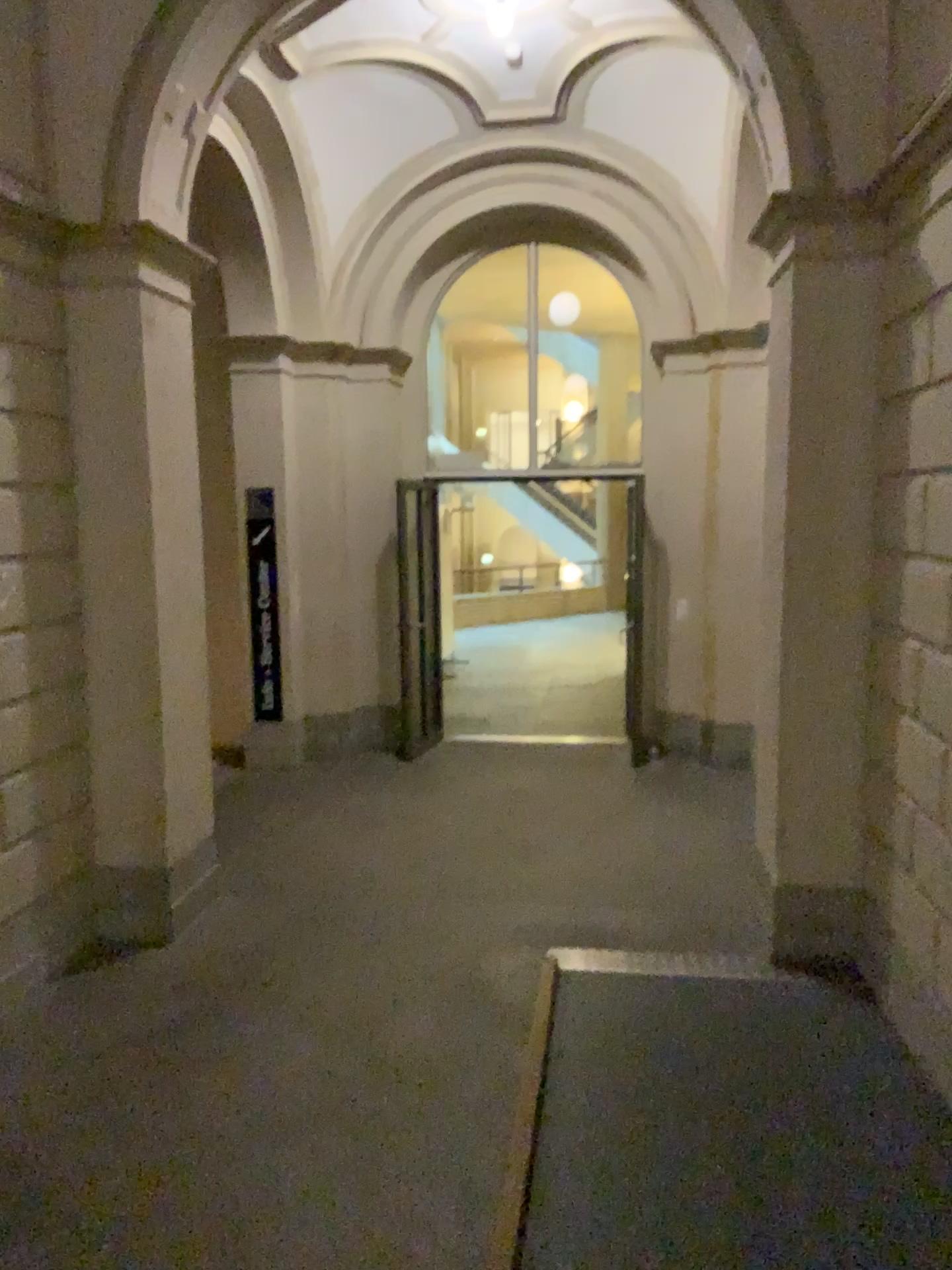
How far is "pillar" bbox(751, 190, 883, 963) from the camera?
4.1 meters

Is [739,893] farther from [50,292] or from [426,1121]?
[50,292]

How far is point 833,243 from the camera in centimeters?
412cm
